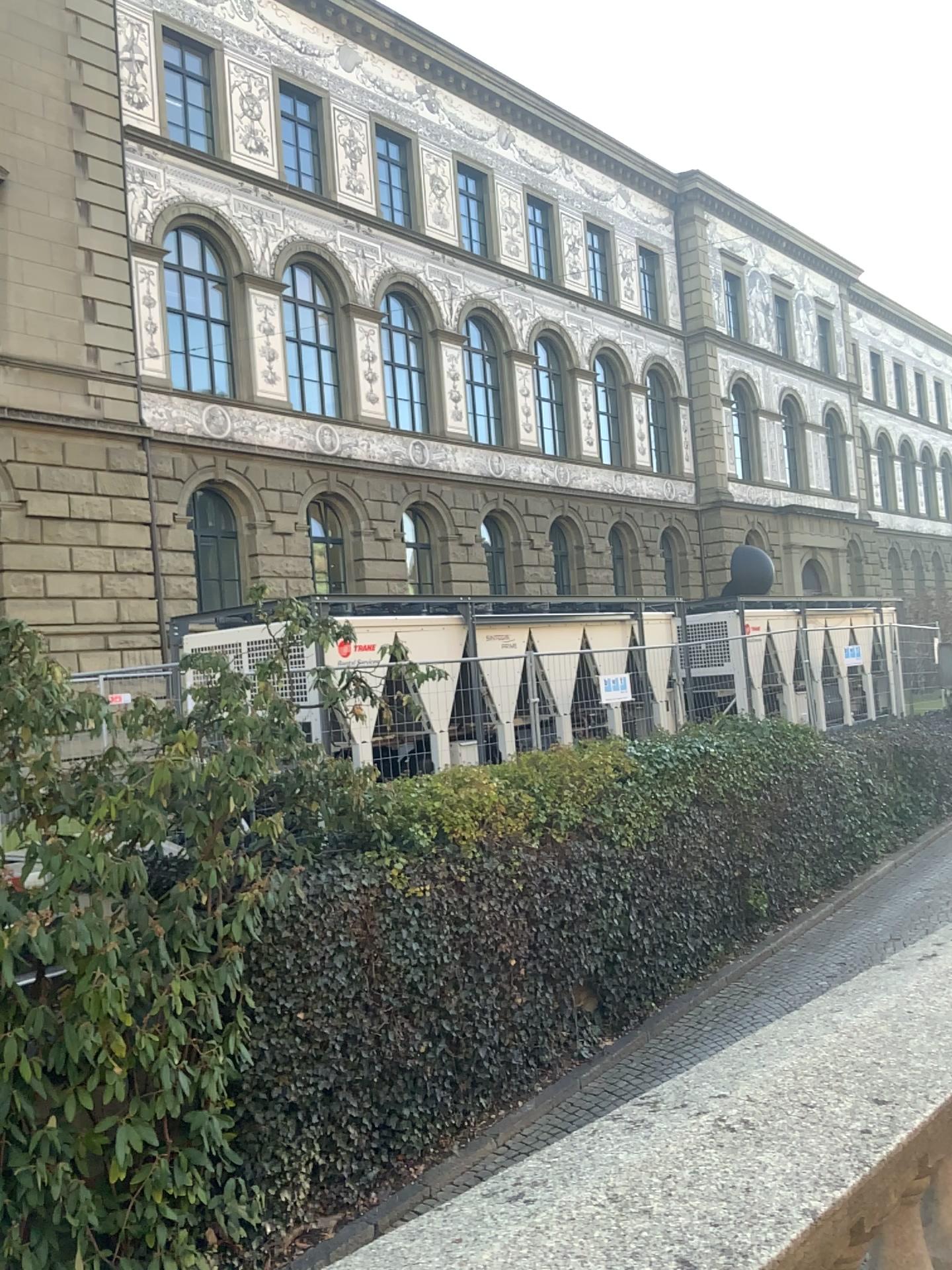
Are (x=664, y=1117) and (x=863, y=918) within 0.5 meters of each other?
no
